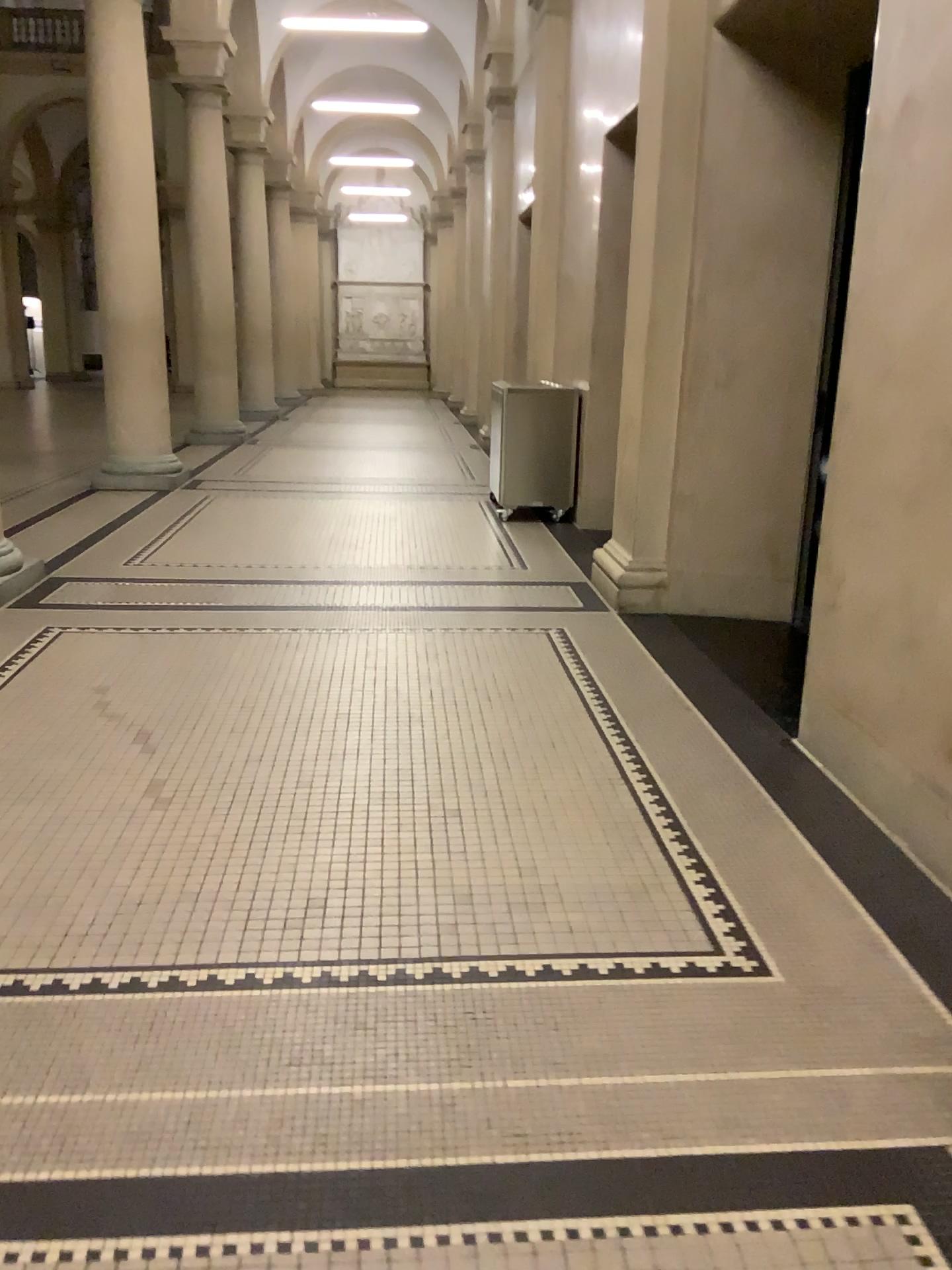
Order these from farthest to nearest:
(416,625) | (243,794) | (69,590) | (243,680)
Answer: (69,590) < (416,625) < (243,680) < (243,794)
